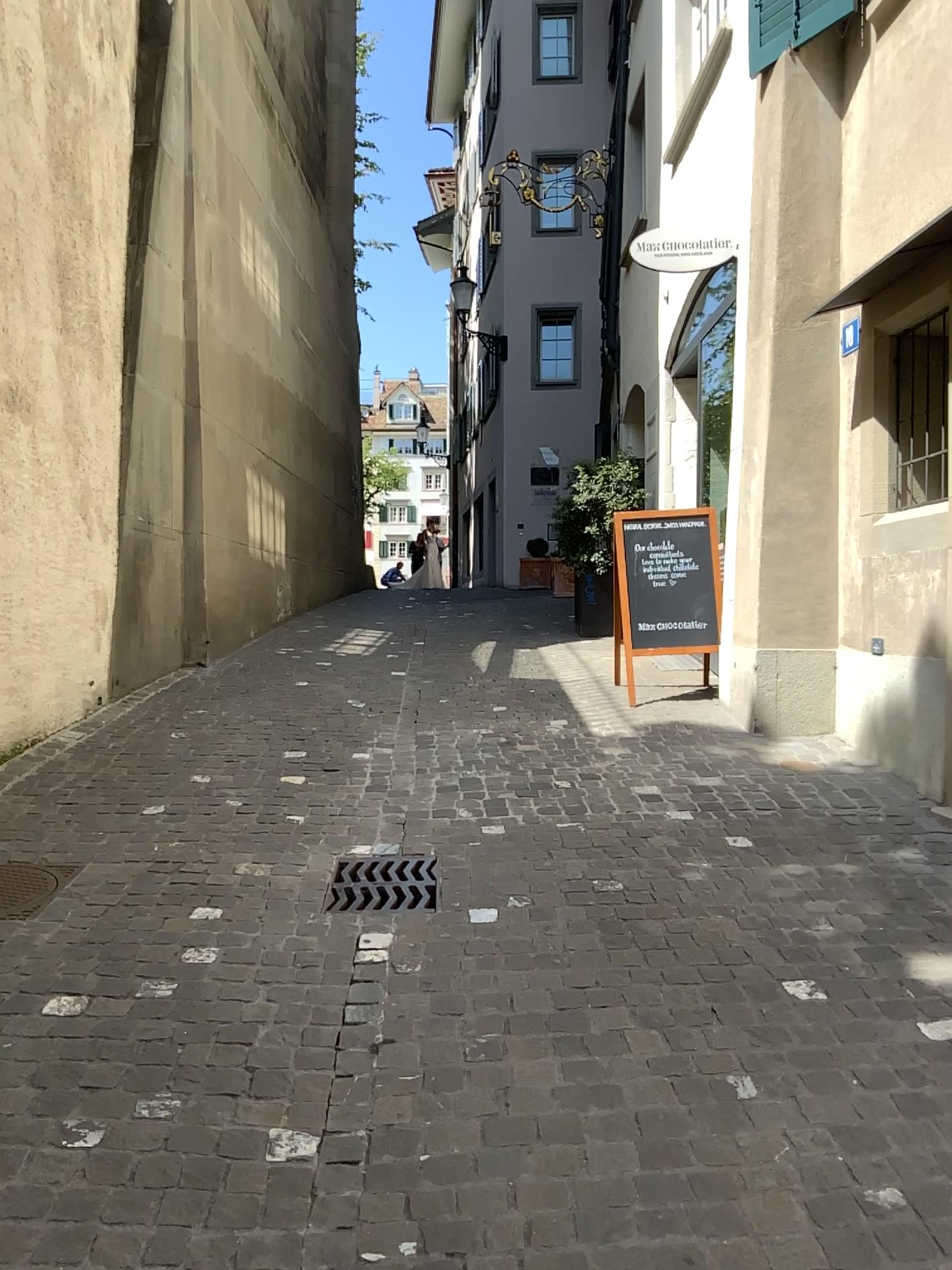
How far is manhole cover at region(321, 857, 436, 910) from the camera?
3.5 meters

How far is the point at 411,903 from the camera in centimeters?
346cm

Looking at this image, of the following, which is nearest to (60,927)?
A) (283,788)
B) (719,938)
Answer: (283,788)

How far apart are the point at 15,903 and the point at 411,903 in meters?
1.3 m

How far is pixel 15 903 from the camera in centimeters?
338cm

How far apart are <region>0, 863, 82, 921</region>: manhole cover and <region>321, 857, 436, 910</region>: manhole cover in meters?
0.9

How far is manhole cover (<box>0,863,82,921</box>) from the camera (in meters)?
3.38
